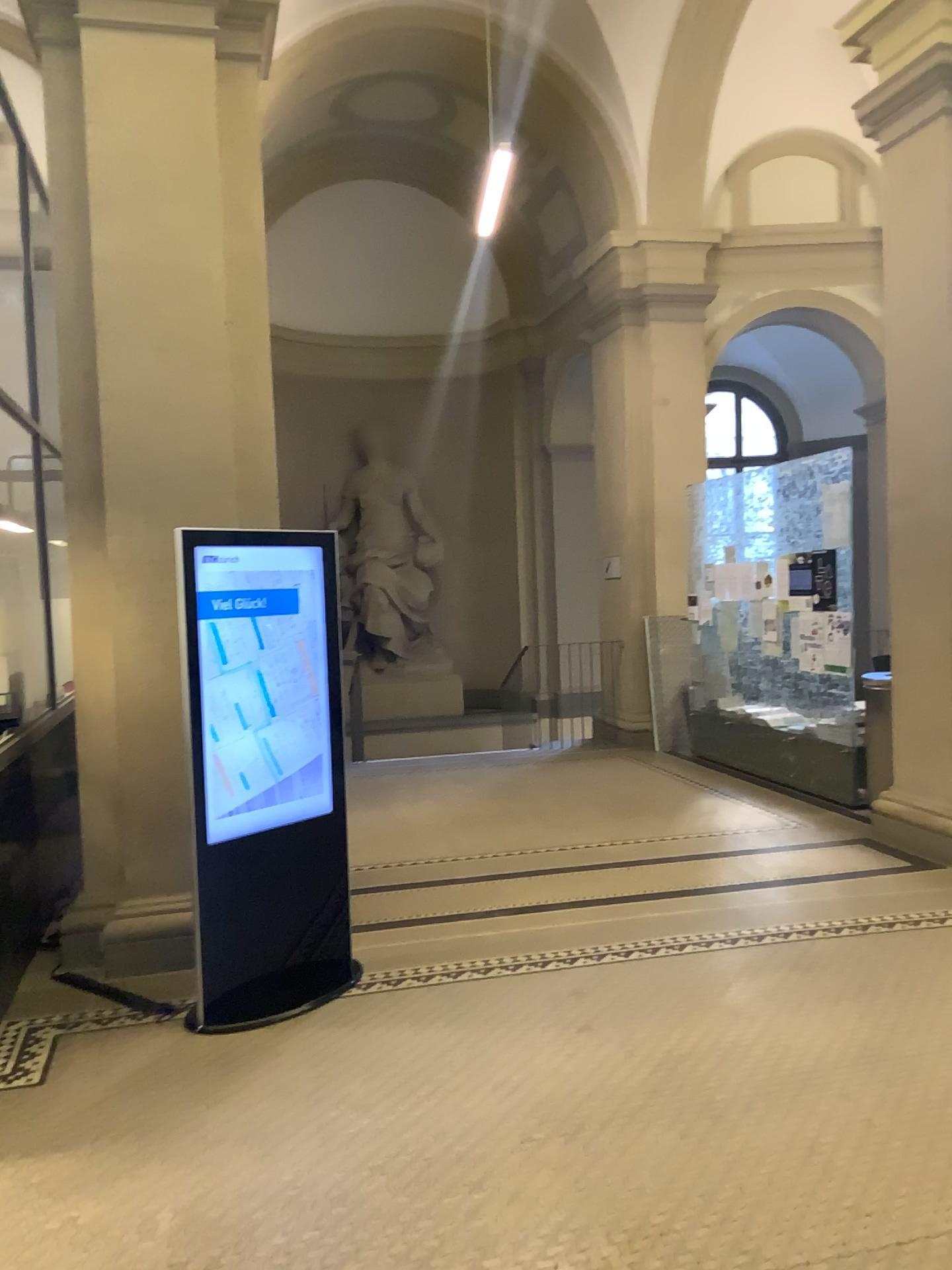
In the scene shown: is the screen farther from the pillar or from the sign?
the pillar

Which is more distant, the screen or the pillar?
the pillar

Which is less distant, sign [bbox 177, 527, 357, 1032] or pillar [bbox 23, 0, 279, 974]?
sign [bbox 177, 527, 357, 1032]

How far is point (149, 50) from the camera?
4.36m

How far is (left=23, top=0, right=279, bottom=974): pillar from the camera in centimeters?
436cm

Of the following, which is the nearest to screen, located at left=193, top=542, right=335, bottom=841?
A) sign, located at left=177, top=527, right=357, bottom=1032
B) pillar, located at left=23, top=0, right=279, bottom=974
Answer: sign, located at left=177, top=527, right=357, bottom=1032

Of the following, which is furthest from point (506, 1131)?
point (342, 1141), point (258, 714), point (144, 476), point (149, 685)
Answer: point (144, 476)

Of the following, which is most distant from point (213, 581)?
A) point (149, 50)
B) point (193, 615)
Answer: point (149, 50)

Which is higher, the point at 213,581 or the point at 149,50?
the point at 149,50
